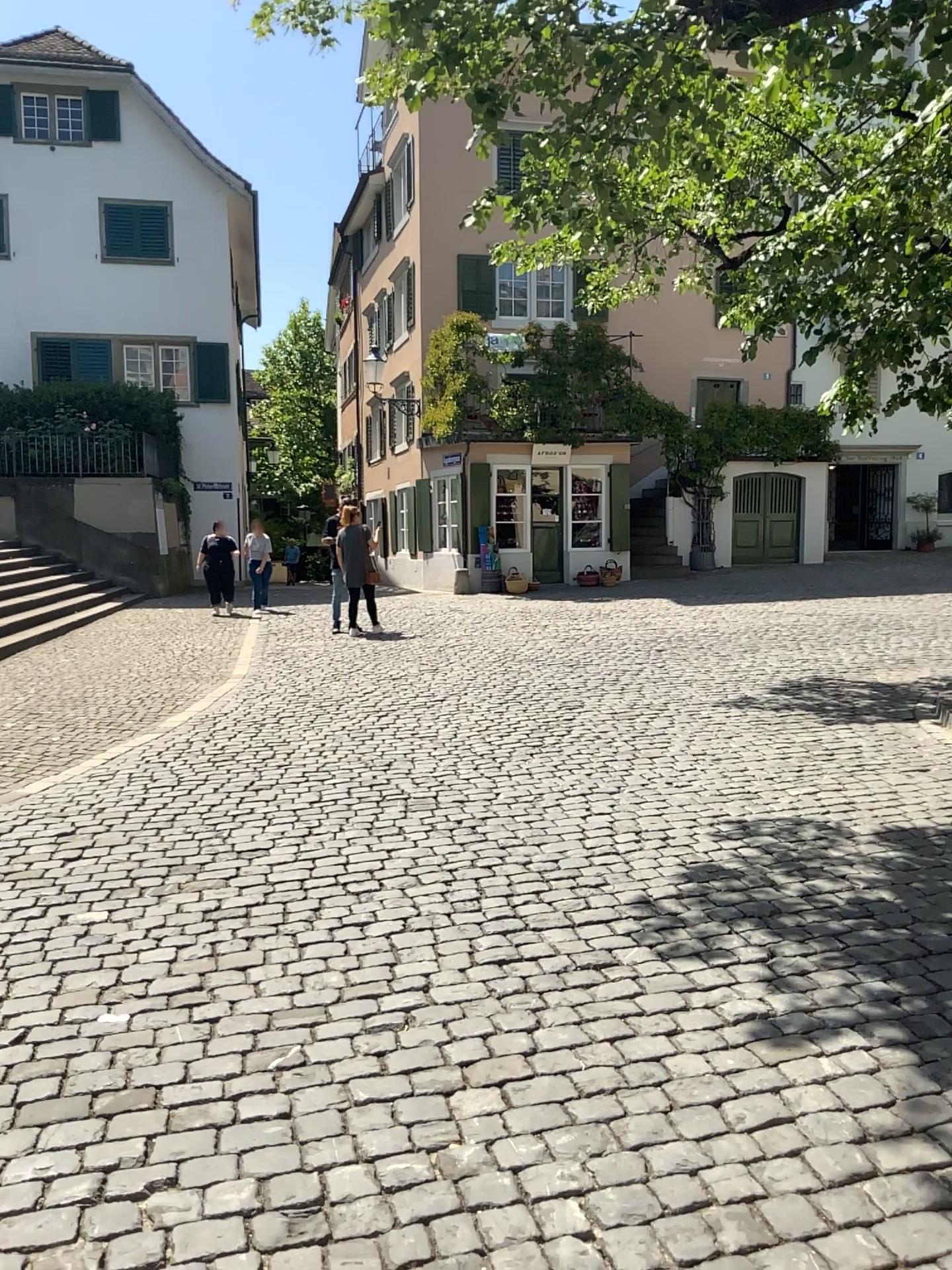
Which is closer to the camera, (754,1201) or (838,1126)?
(754,1201)
